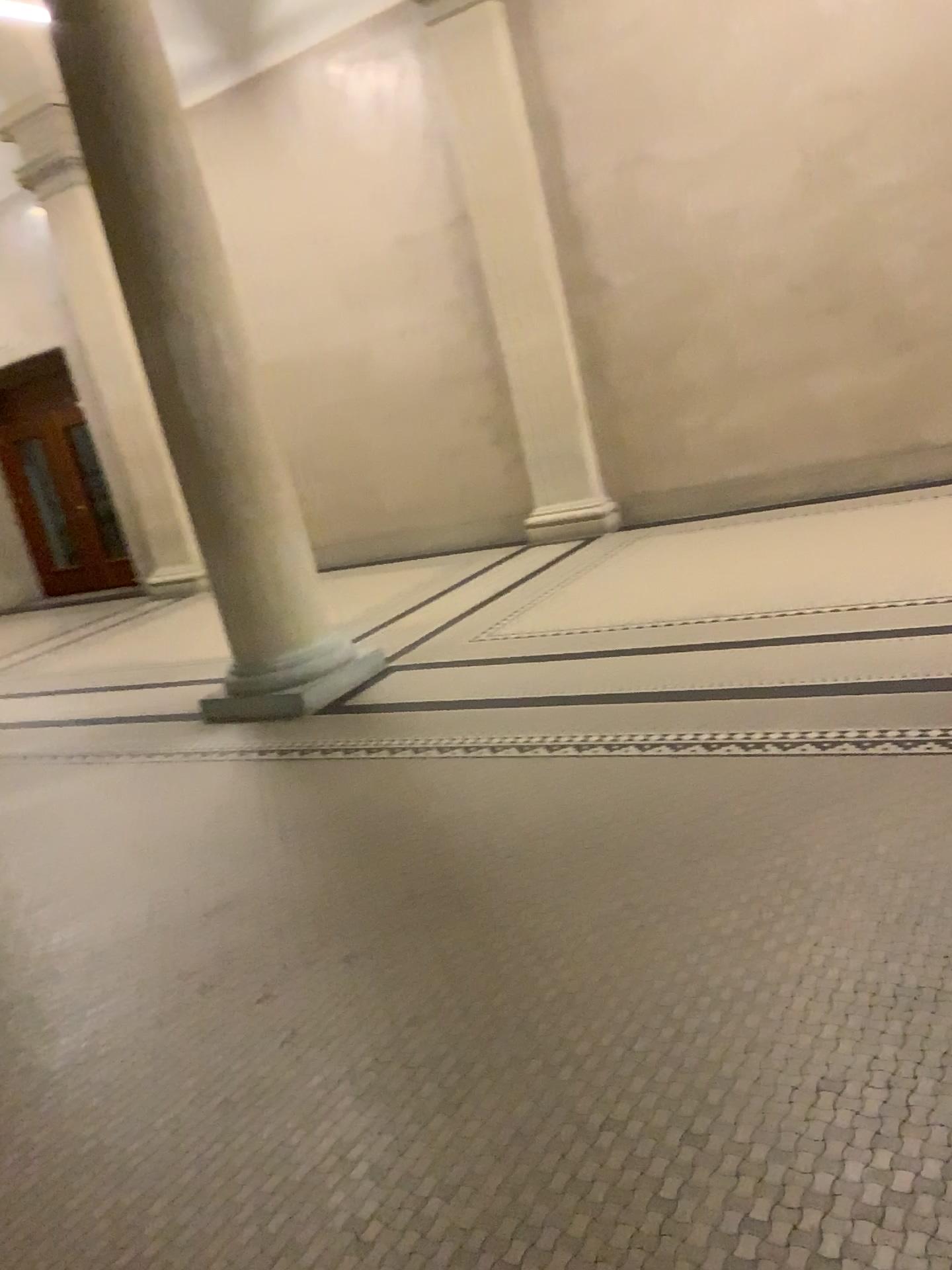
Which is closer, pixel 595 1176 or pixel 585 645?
pixel 595 1176
